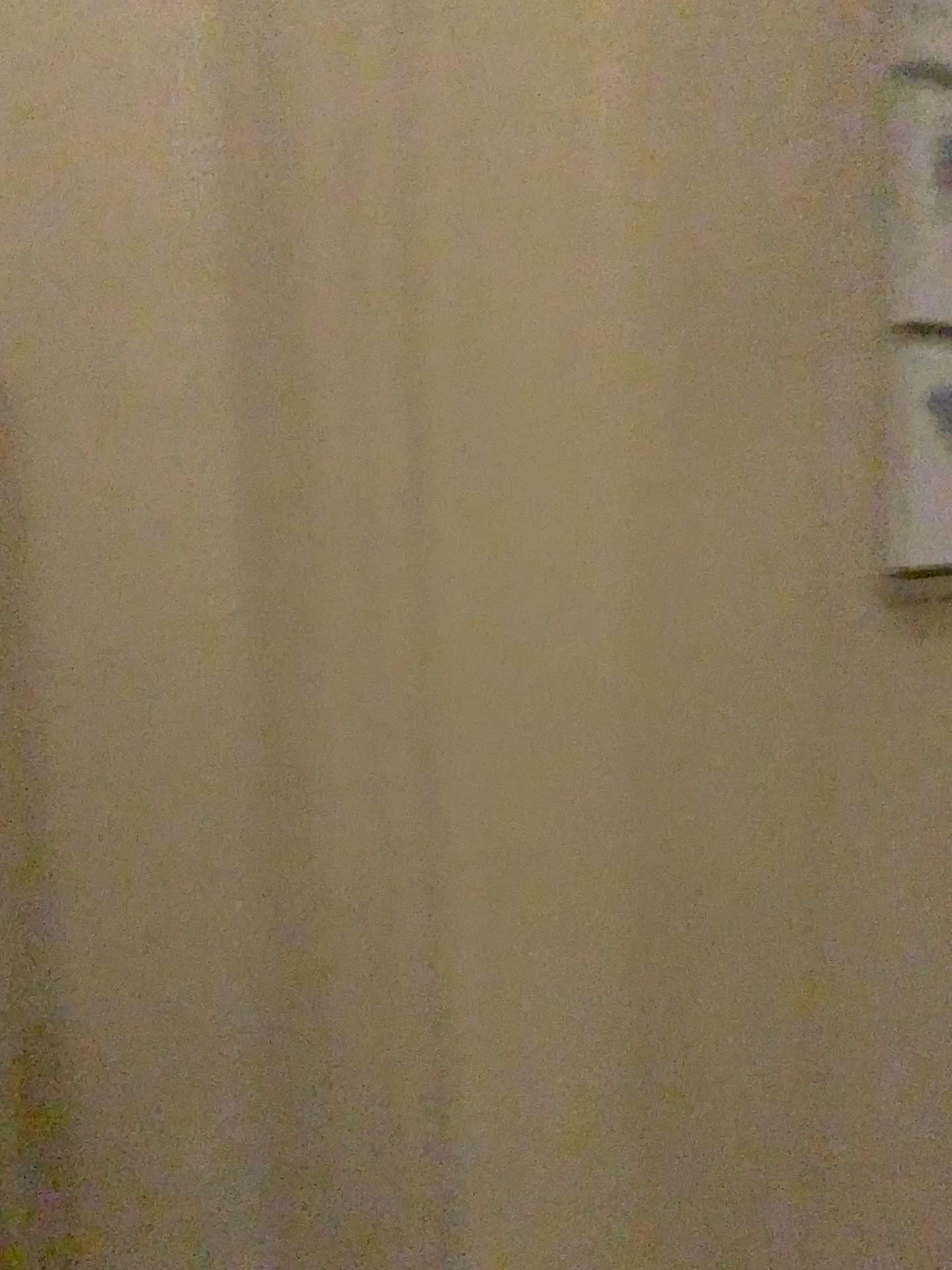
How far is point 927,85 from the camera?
0.9 meters

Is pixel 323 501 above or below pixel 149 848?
above

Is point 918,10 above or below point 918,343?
above

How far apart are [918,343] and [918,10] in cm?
27

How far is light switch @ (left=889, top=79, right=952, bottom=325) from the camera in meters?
0.9

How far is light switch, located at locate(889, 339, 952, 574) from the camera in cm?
96

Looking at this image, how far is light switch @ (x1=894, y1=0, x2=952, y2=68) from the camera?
0.9m
